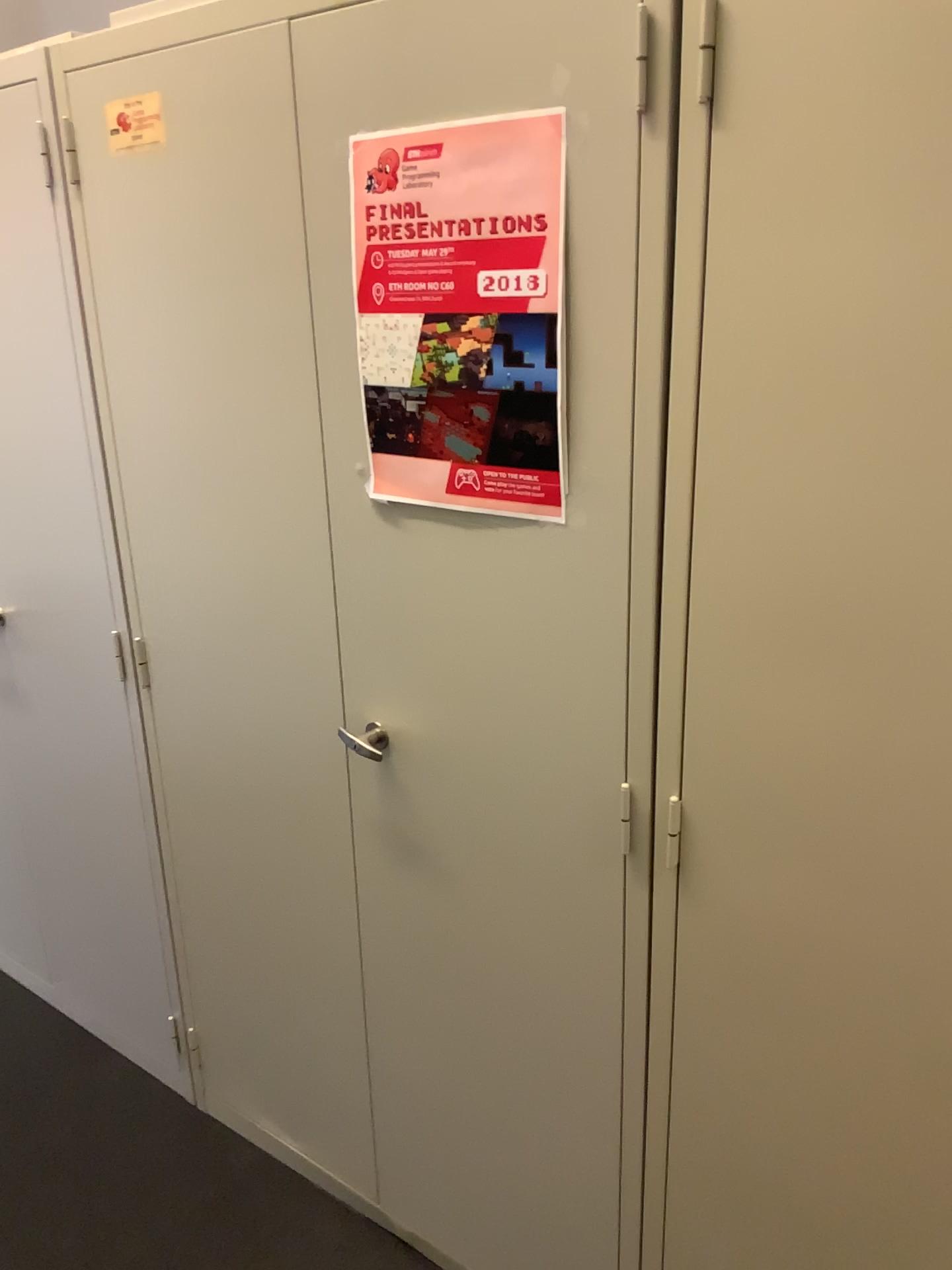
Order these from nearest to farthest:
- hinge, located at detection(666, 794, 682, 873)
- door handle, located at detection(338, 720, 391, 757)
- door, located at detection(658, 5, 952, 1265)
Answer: door, located at detection(658, 5, 952, 1265) < hinge, located at detection(666, 794, 682, 873) < door handle, located at detection(338, 720, 391, 757)

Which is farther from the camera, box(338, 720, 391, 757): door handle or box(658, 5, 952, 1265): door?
box(338, 720, 391, 757): door handle

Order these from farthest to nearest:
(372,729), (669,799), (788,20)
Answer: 1. (372,729)
2. (669,799)
3. (788,20)

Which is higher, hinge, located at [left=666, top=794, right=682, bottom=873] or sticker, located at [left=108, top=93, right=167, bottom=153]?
sticker, located at [left=108, top=93, right=167, bottom=153]

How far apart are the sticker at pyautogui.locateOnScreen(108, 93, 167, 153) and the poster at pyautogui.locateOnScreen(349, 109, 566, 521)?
0.4m

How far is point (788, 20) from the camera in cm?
90

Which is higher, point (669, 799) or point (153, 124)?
point (153, 124)

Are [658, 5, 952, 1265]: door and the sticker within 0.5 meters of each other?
no

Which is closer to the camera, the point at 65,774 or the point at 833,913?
the point at 833,913

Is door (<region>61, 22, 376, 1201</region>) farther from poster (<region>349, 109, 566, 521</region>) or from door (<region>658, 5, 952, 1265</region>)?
door (<region>658, 5, 952, 1265</region>)
